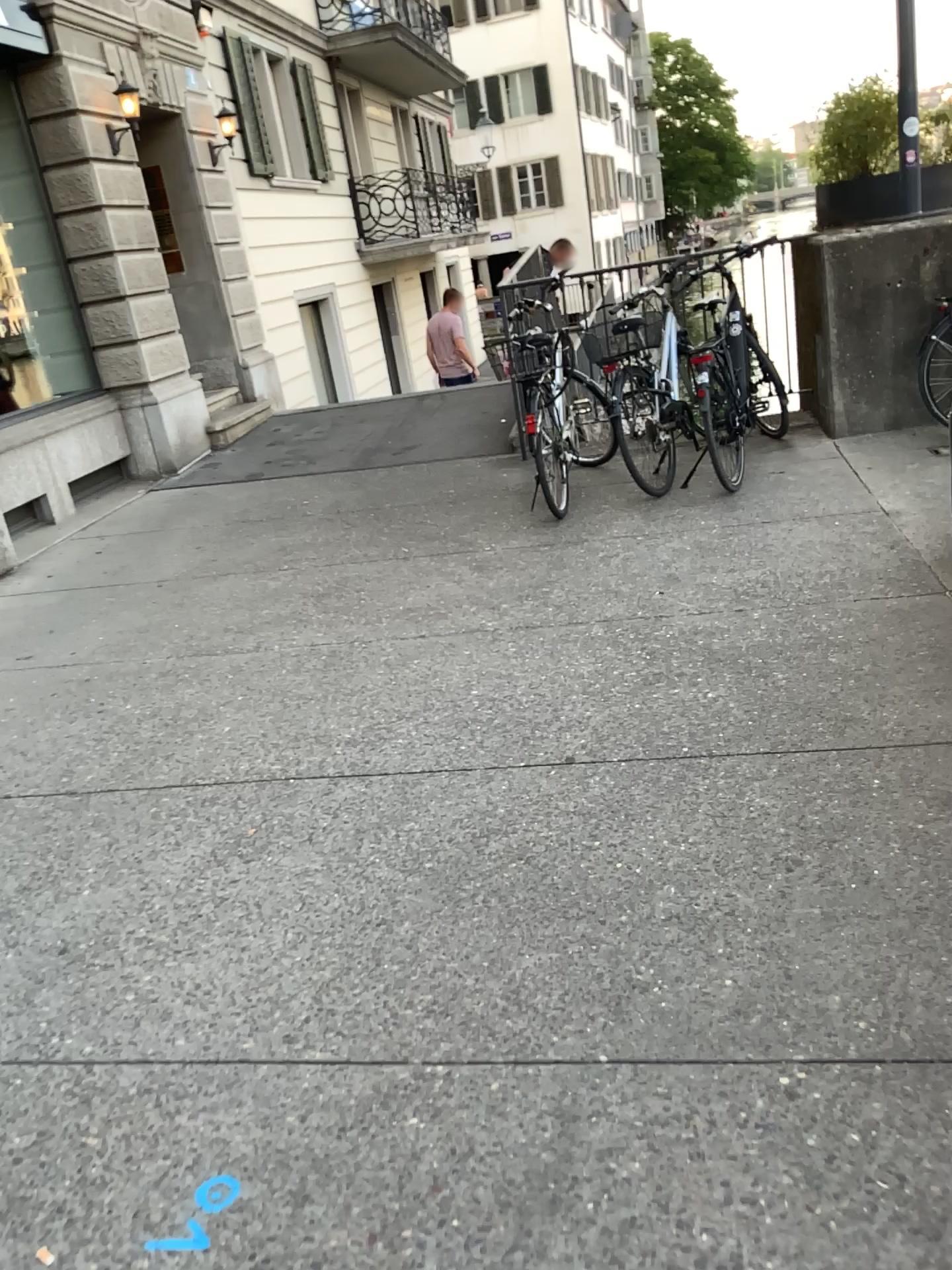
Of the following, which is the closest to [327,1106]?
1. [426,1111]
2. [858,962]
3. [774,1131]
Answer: [426,1111]
